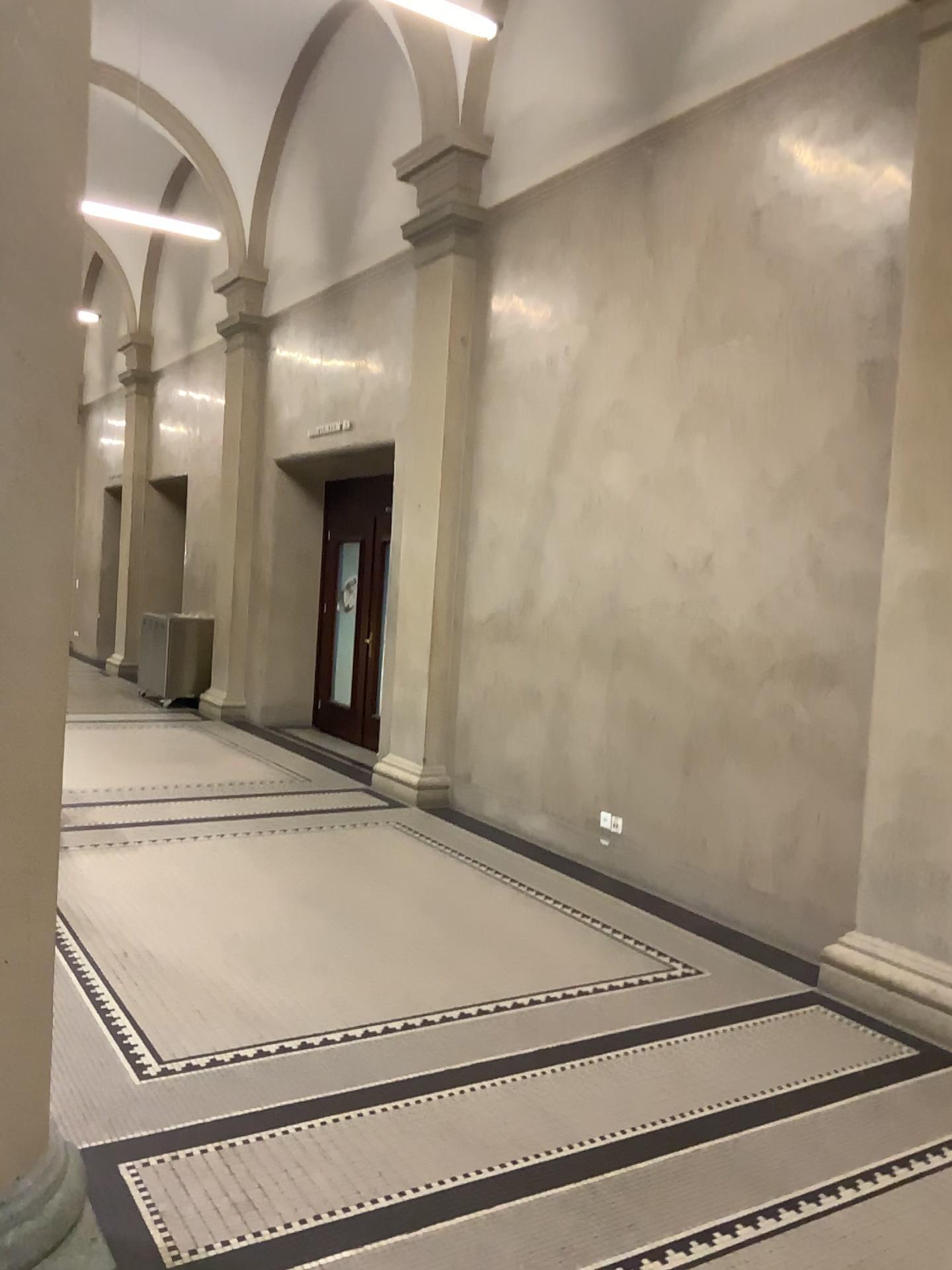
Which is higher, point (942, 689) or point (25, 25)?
point (25, 25)

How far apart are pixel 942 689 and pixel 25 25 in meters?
3.6 m

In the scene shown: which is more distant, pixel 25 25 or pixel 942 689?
pixel 942 689

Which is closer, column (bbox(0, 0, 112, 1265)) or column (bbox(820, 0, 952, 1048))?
column (bbox(0, 0, 112, 1265))

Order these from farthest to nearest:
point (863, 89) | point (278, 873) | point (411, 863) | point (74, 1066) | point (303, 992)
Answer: point (411, 863)
point (278, 873)
point (863, 89)
point (303, 992)
point (74, 1066)

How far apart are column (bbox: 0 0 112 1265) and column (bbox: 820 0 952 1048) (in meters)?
3.02

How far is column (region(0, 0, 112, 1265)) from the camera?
2.12m

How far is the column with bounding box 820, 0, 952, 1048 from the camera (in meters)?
4.01
